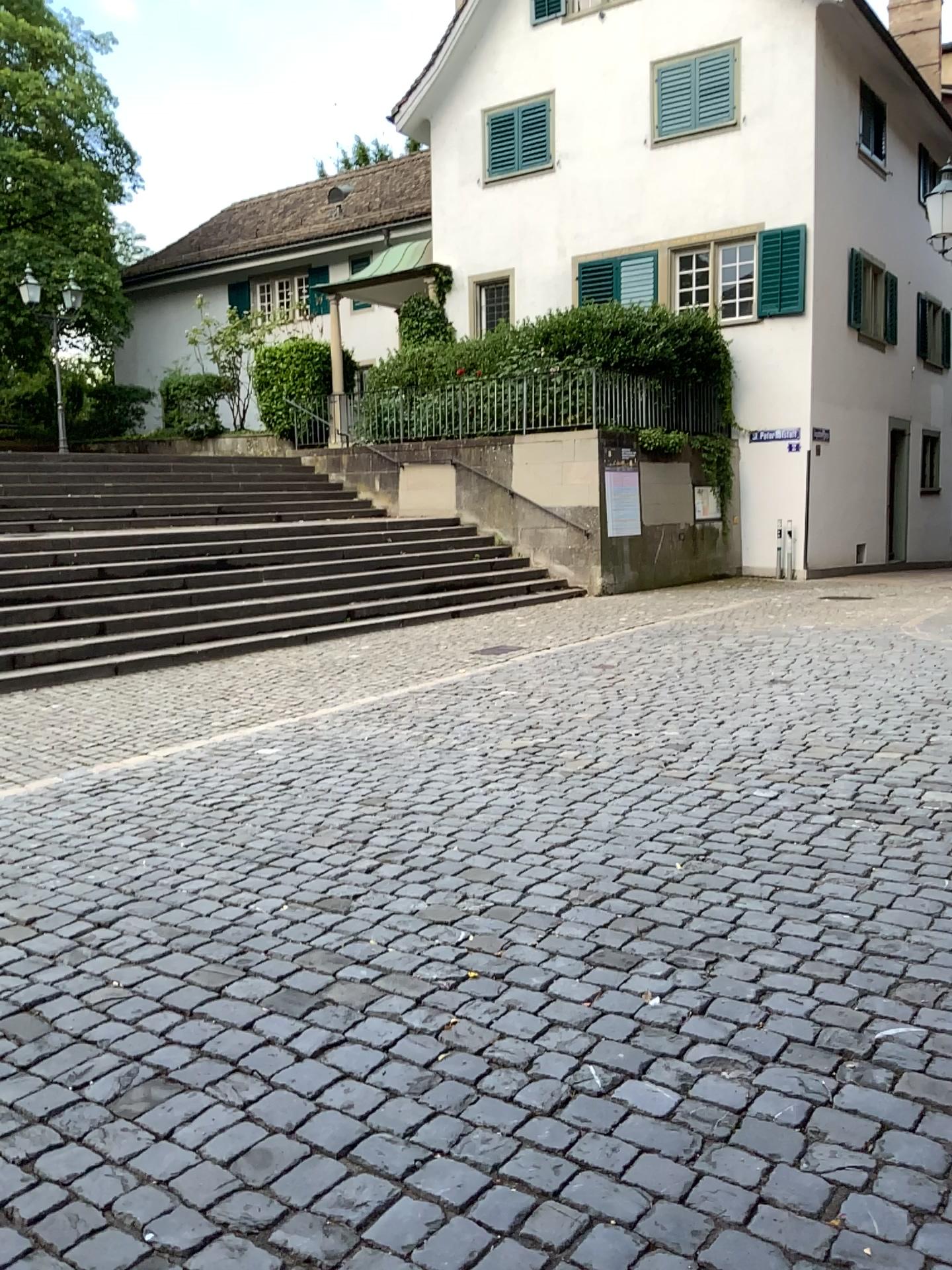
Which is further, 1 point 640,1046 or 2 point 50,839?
2 point 50,839
